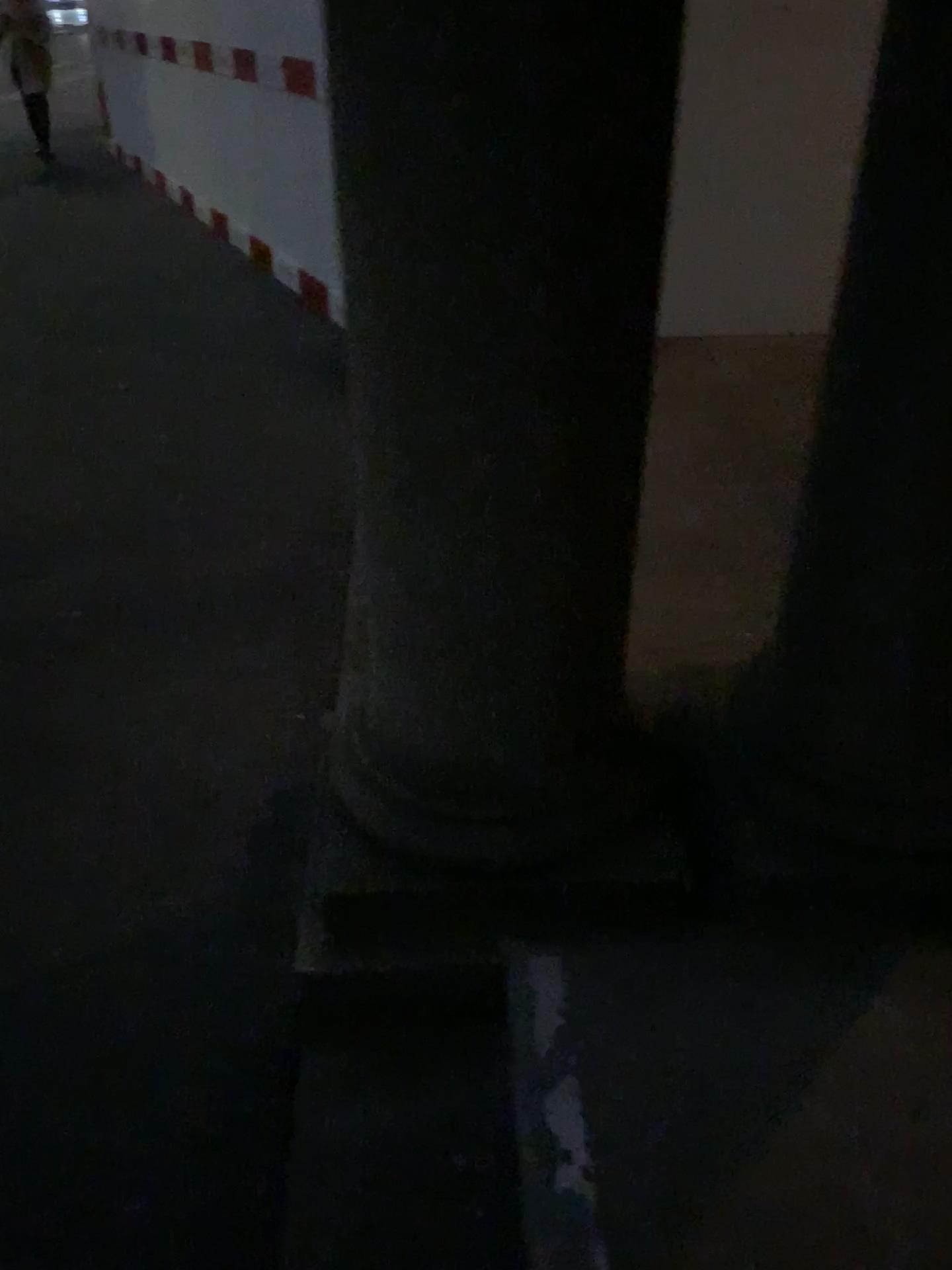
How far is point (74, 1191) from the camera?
1.5 meters
